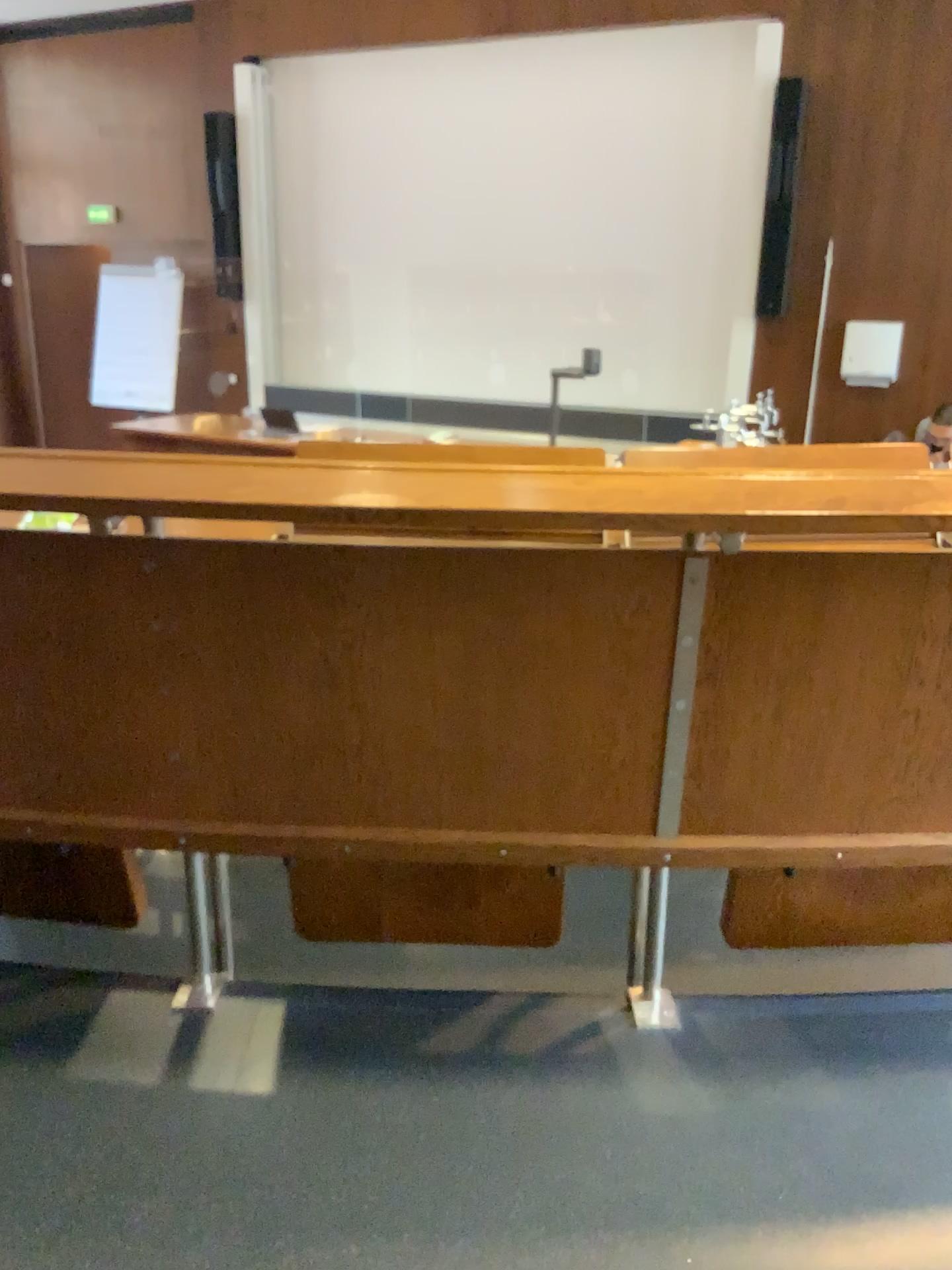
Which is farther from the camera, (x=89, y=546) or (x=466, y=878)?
(x=466, y=878)

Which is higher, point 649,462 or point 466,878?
point 649,462

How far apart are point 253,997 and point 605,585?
0.8 meters

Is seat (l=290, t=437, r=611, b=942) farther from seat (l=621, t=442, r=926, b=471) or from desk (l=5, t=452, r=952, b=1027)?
seat (l=621, t=442, r=926, b=471)

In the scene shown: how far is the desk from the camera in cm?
130

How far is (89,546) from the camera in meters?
1.3

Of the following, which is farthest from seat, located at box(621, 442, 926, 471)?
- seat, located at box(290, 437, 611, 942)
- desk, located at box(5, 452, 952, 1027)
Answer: seat, located at box(290, 437, 611, 942)

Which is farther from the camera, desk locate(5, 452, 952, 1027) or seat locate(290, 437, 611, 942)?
seat locate(290, 437, 611, 942)

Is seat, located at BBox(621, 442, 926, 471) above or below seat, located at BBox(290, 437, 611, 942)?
above
